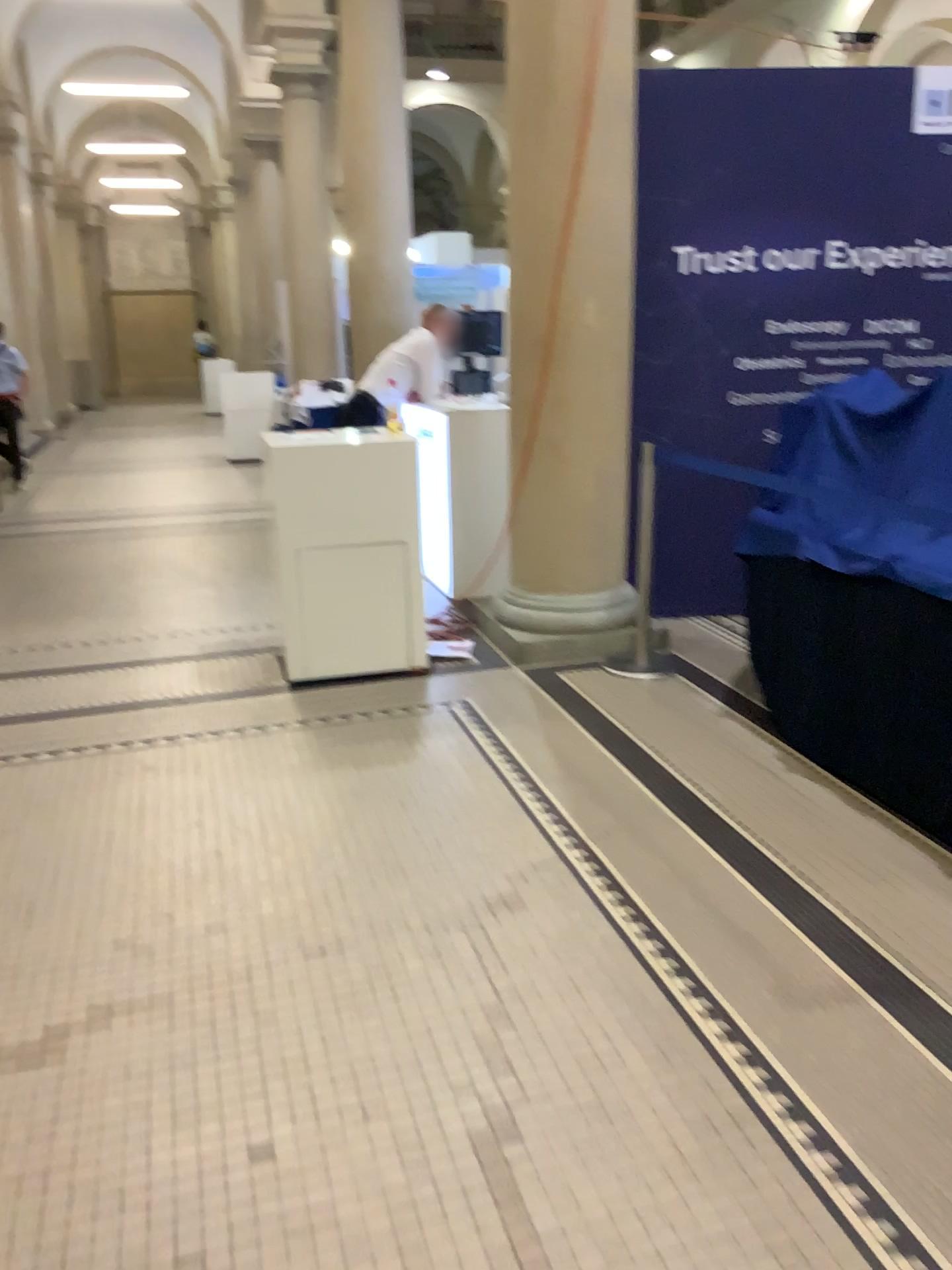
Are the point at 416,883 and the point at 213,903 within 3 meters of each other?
yes

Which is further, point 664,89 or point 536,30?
point 664,89

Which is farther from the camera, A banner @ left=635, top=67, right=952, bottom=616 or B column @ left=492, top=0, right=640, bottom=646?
A banner @ left=635, top=67, right=952, bottom=616
